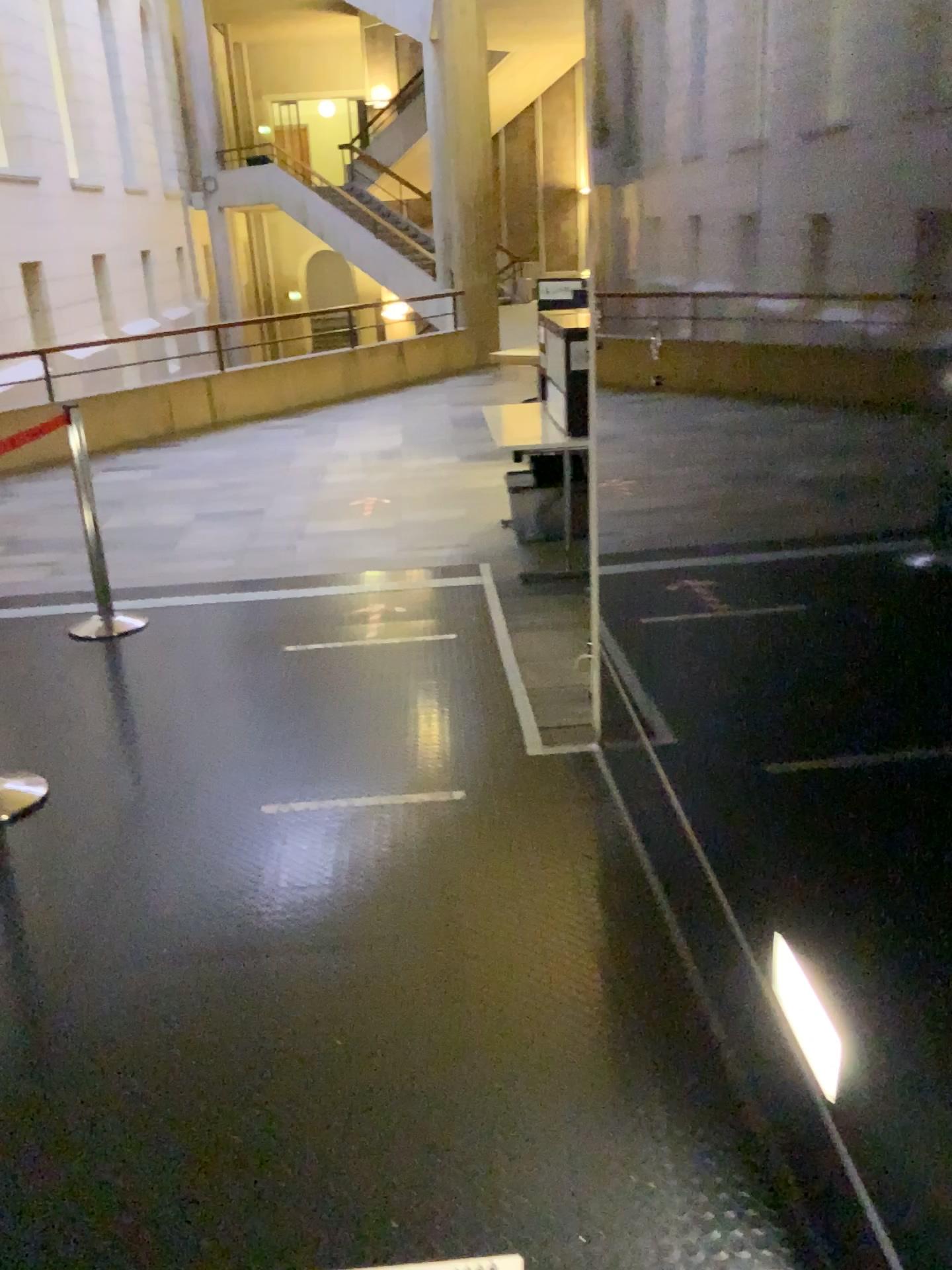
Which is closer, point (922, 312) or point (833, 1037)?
point (922, 312)

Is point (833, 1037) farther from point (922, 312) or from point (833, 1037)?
point (922, 312)

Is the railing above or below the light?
above

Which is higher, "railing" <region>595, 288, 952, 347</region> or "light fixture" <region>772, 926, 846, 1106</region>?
"railing" <region>595, 288, 952, 347</region>

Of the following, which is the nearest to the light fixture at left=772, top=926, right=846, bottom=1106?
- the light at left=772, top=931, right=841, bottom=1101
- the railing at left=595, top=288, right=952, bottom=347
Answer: the light at left=772, top=931, right=841, bottom=1101

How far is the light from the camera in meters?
1.5 m

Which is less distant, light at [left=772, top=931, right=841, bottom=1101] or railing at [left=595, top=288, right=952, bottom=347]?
railing at [left=595, top=288, right=952, bottom=347]

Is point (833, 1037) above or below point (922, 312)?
below

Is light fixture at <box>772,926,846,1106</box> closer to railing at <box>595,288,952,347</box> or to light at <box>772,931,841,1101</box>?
light at <box>772,931,841,1101</box>

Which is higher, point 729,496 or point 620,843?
point 729,496
